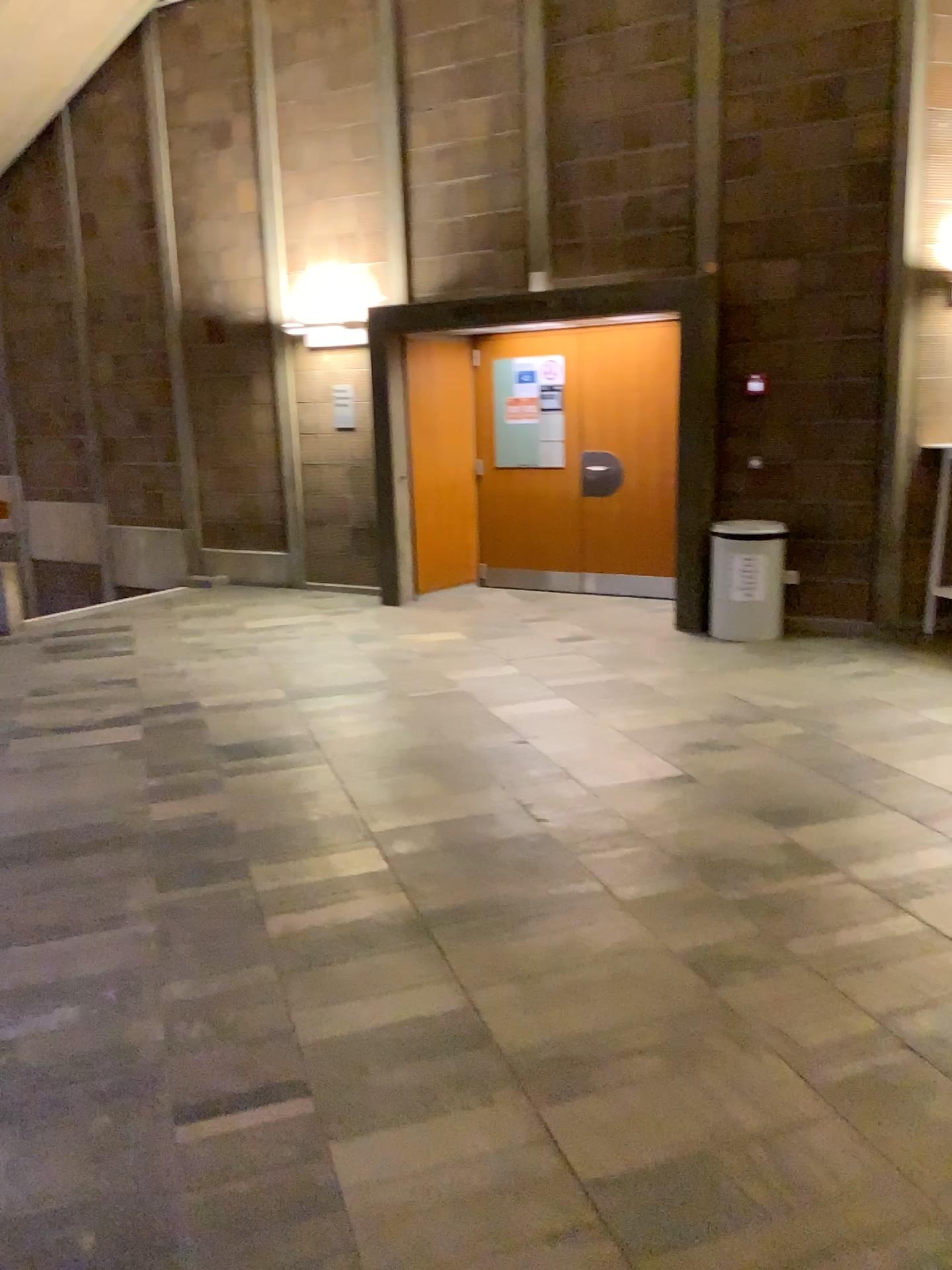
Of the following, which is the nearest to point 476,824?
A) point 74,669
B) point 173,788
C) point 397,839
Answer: point 397,839
